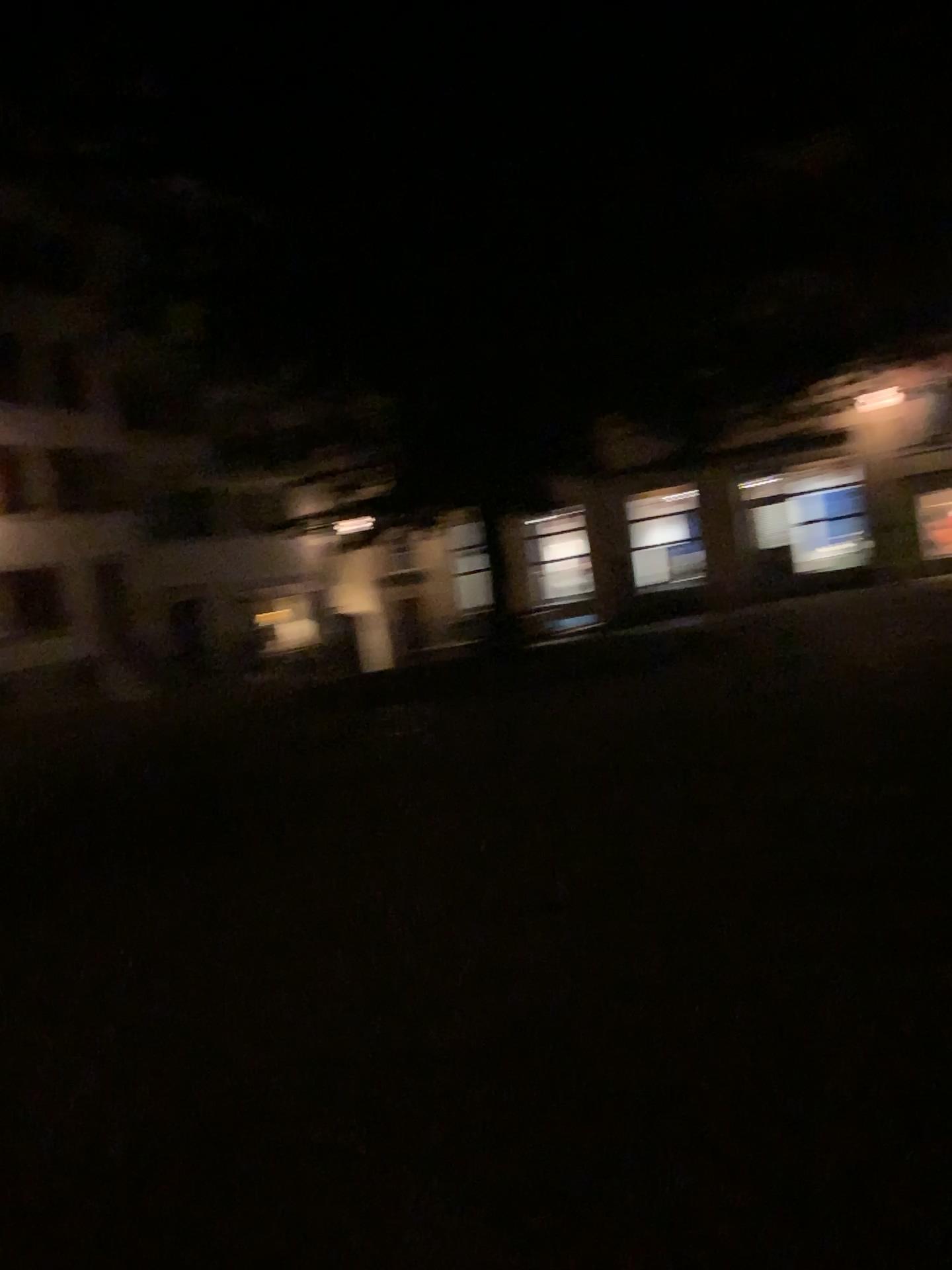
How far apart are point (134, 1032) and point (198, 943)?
0.9 meters
